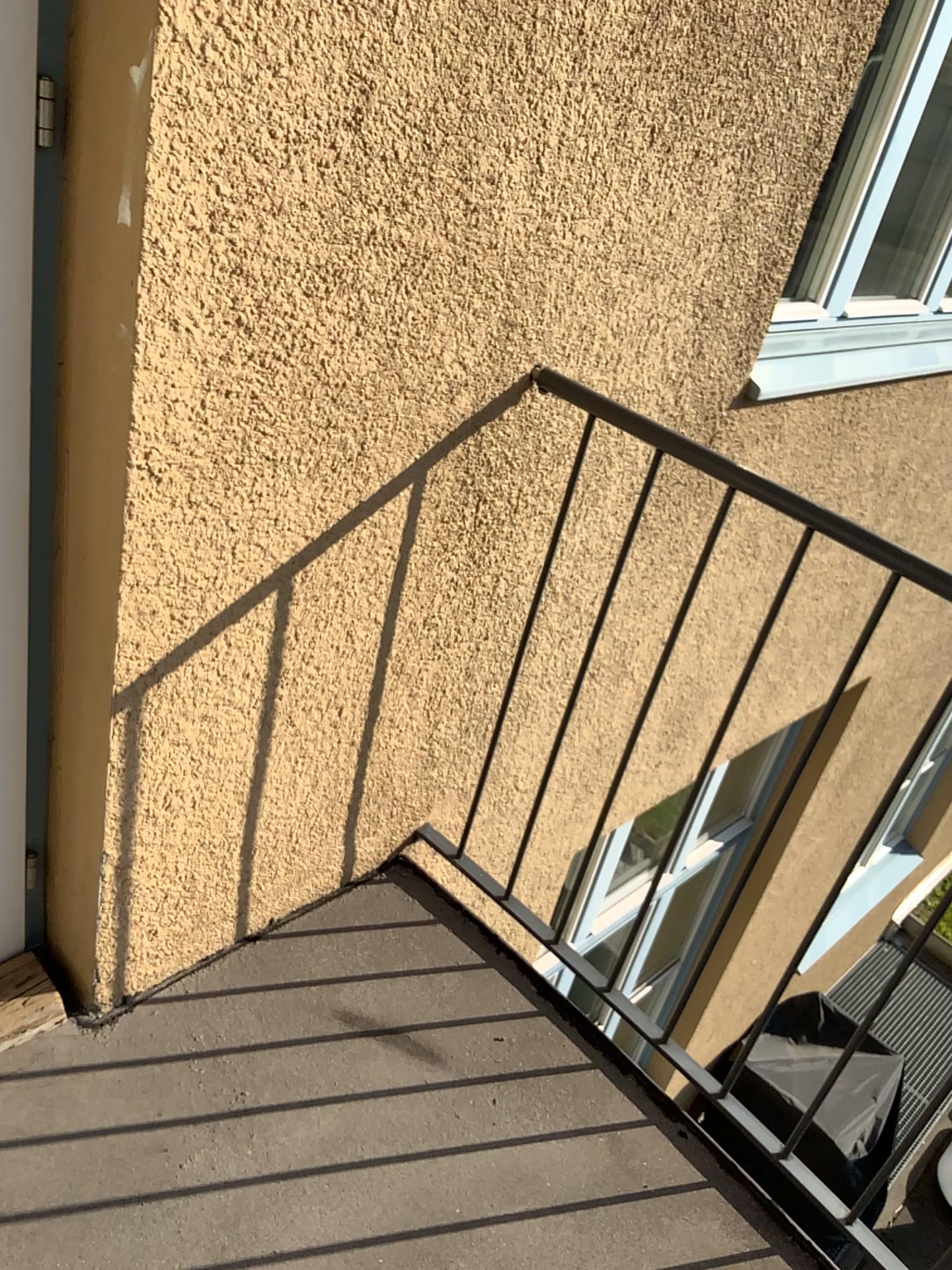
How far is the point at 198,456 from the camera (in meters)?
1.29

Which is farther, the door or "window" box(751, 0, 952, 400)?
"window" box(751, 0, 952, 400)

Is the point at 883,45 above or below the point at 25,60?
above

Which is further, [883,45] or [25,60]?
[883,45]
